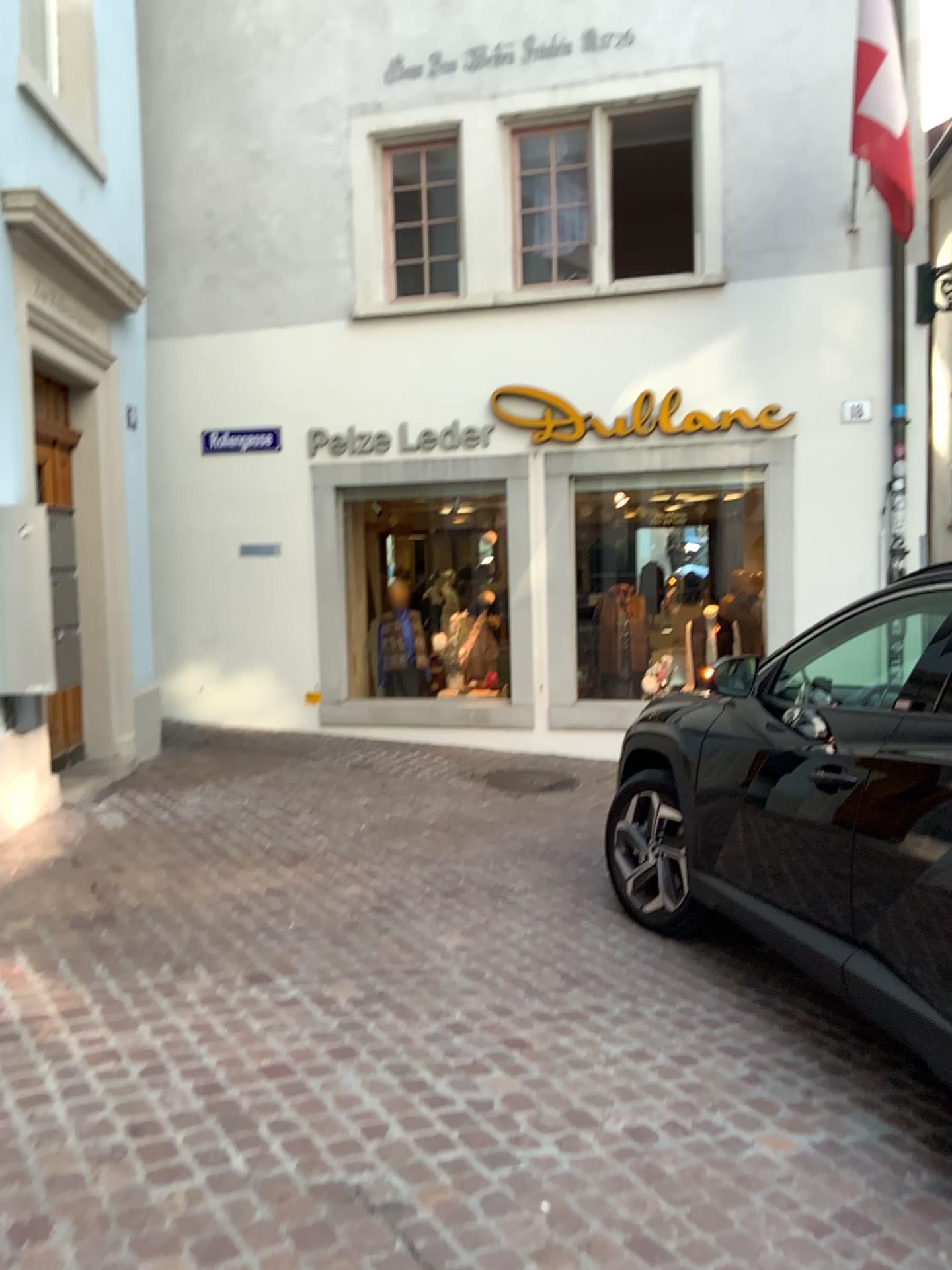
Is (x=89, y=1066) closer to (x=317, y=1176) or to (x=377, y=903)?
(x=317, y=1176)
